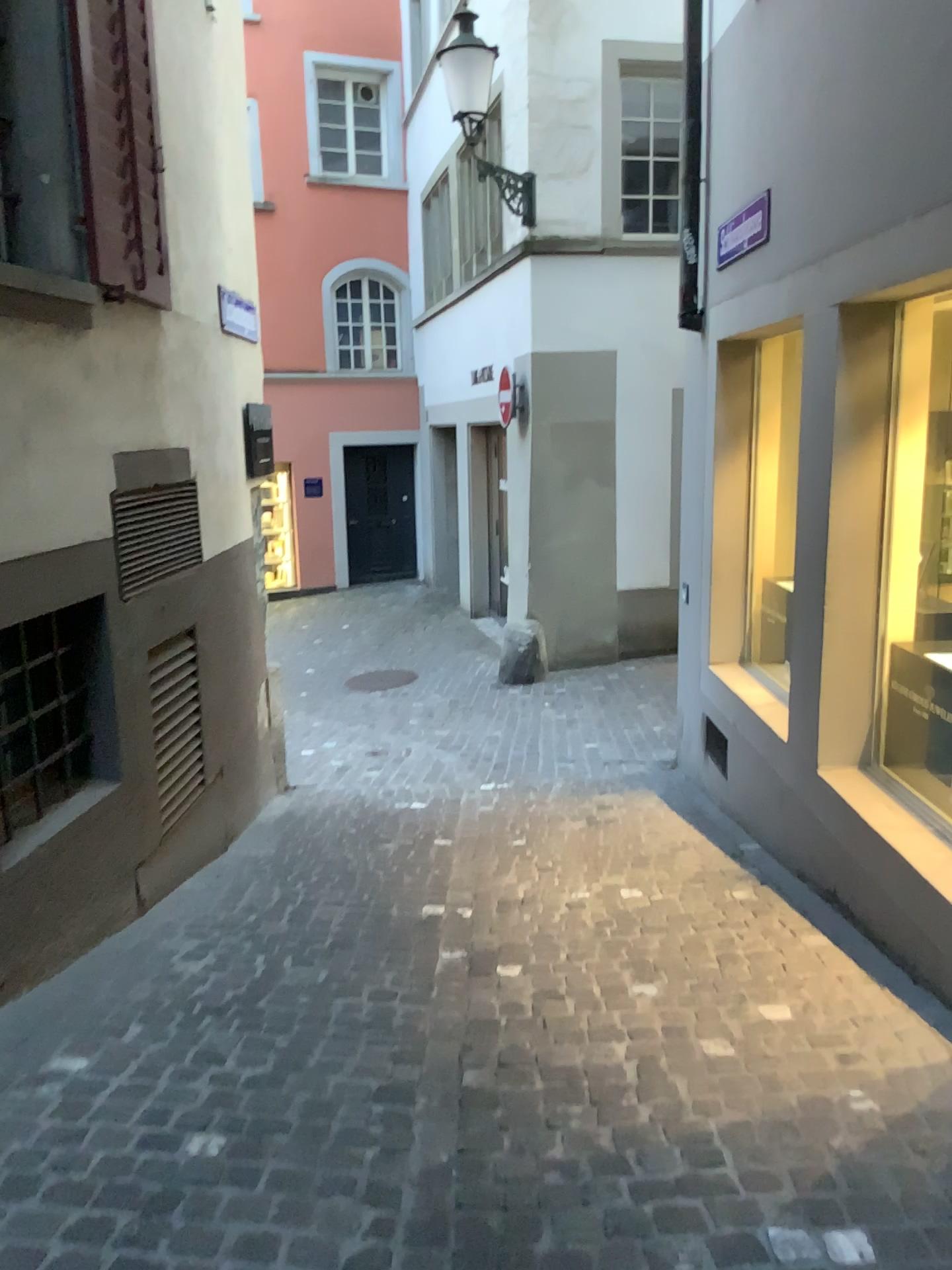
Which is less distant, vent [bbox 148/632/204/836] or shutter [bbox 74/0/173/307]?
shutter [bbox 74/0/173/307]

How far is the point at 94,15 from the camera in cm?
351

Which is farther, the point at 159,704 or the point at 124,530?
the point at 159,704

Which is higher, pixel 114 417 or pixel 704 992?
pixel 114 417

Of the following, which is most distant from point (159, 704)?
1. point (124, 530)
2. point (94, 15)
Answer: point (94, 15)

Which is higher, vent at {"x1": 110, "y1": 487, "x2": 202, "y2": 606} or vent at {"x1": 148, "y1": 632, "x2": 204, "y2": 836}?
vent at {"x1": 110, "y1": 487, "x2": 202, "y2": 606}

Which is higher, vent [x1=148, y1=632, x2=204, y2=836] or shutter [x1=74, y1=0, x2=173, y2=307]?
shutter [x1=74, y1=0, x2=173, y2=307]

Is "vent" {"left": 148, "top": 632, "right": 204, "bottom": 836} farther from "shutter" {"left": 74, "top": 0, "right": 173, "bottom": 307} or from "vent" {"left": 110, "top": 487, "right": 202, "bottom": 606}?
"shutter" {"left": 74, "top": 0, "right": 173, "bottom": 307}

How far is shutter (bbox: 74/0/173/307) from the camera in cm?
351

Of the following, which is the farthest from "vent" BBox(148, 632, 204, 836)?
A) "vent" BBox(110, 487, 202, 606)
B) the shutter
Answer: the shutter
